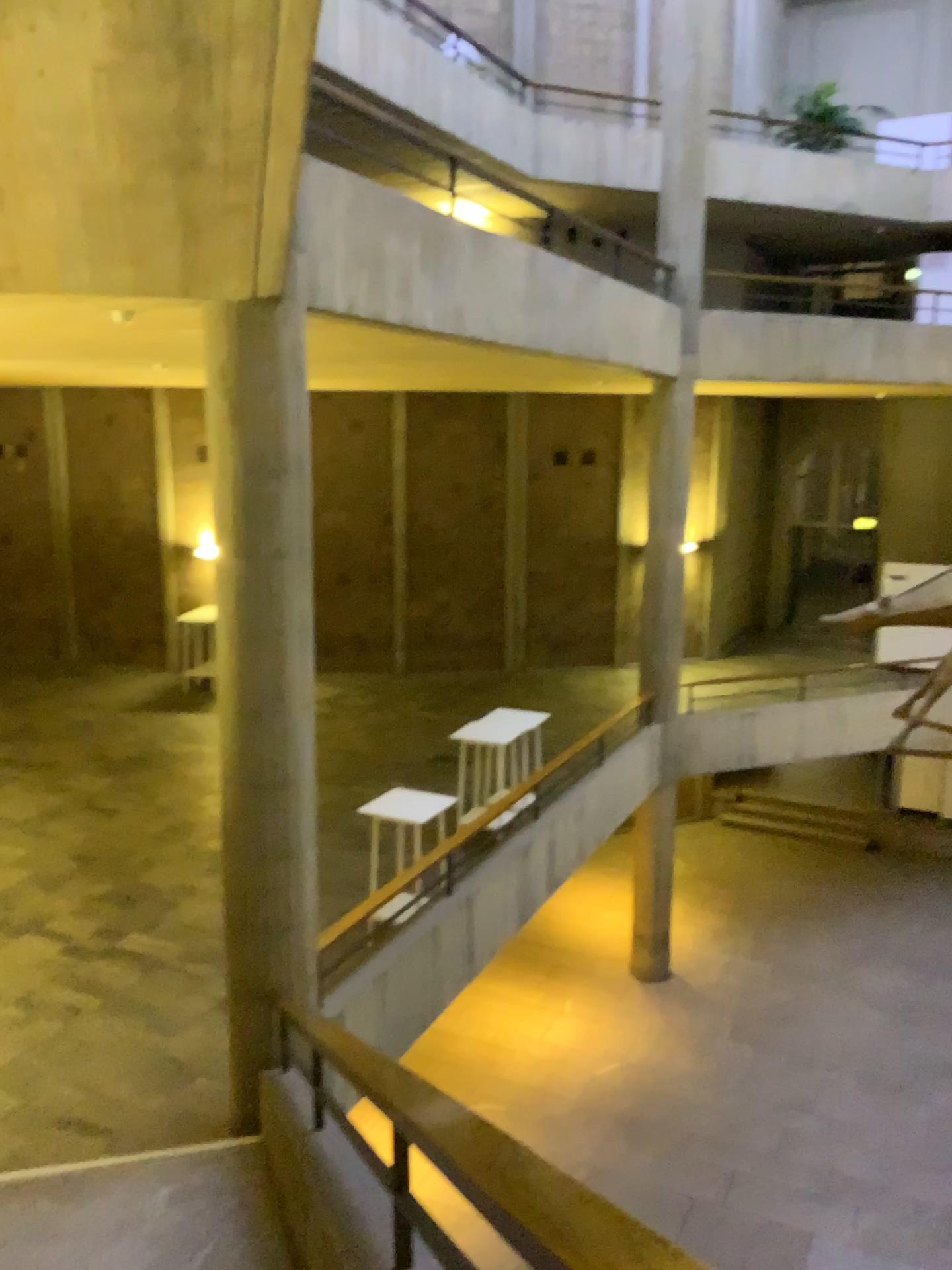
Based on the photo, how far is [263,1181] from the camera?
4.63m
